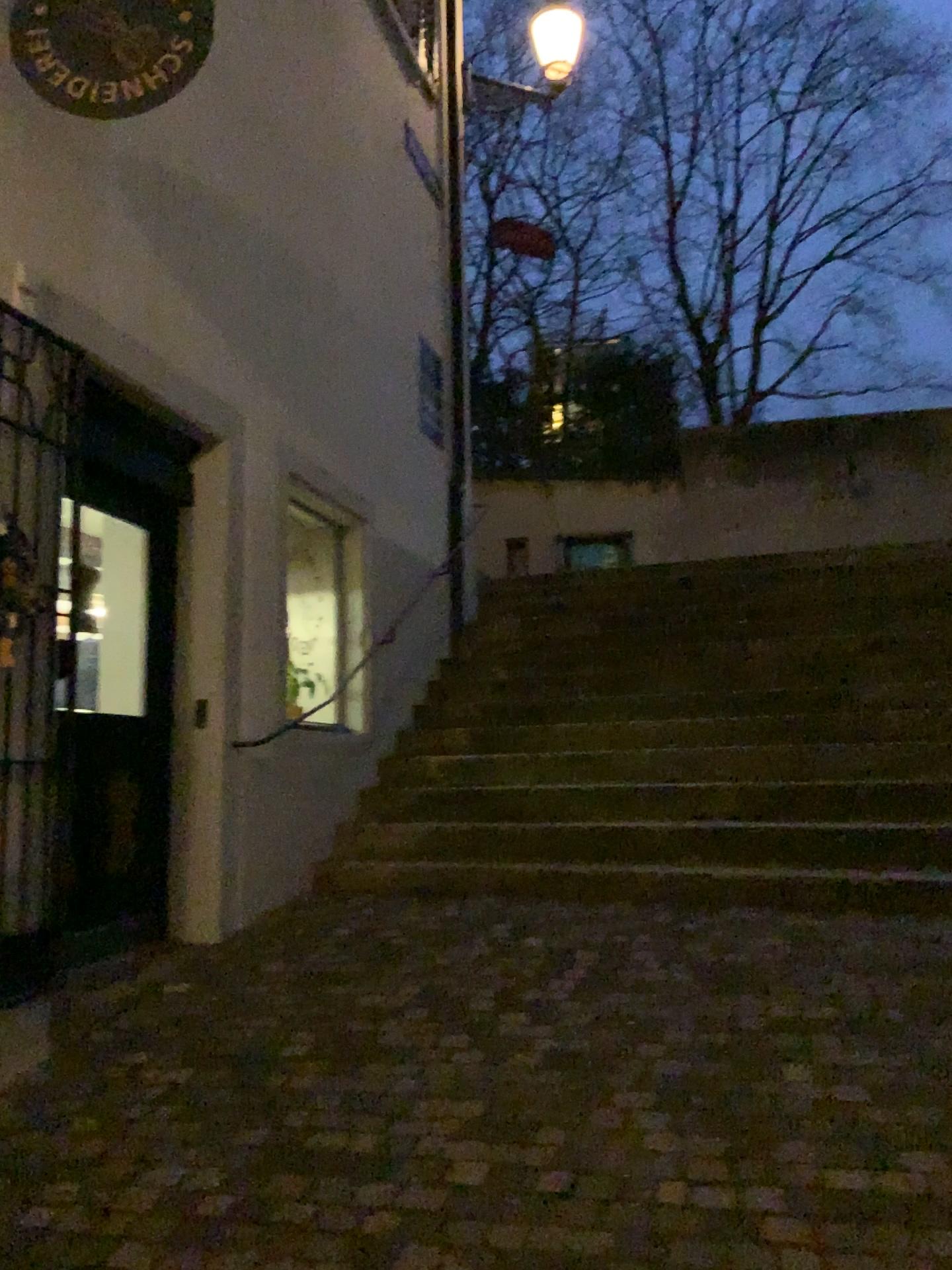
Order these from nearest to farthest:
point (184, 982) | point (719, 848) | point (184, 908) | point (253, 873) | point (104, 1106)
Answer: point (104, 1106) → point (184, 982) → point (184, 908) → point (253, 873) → point (719, 848)

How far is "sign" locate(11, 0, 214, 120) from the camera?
3.0m

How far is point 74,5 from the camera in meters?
3.0 m
